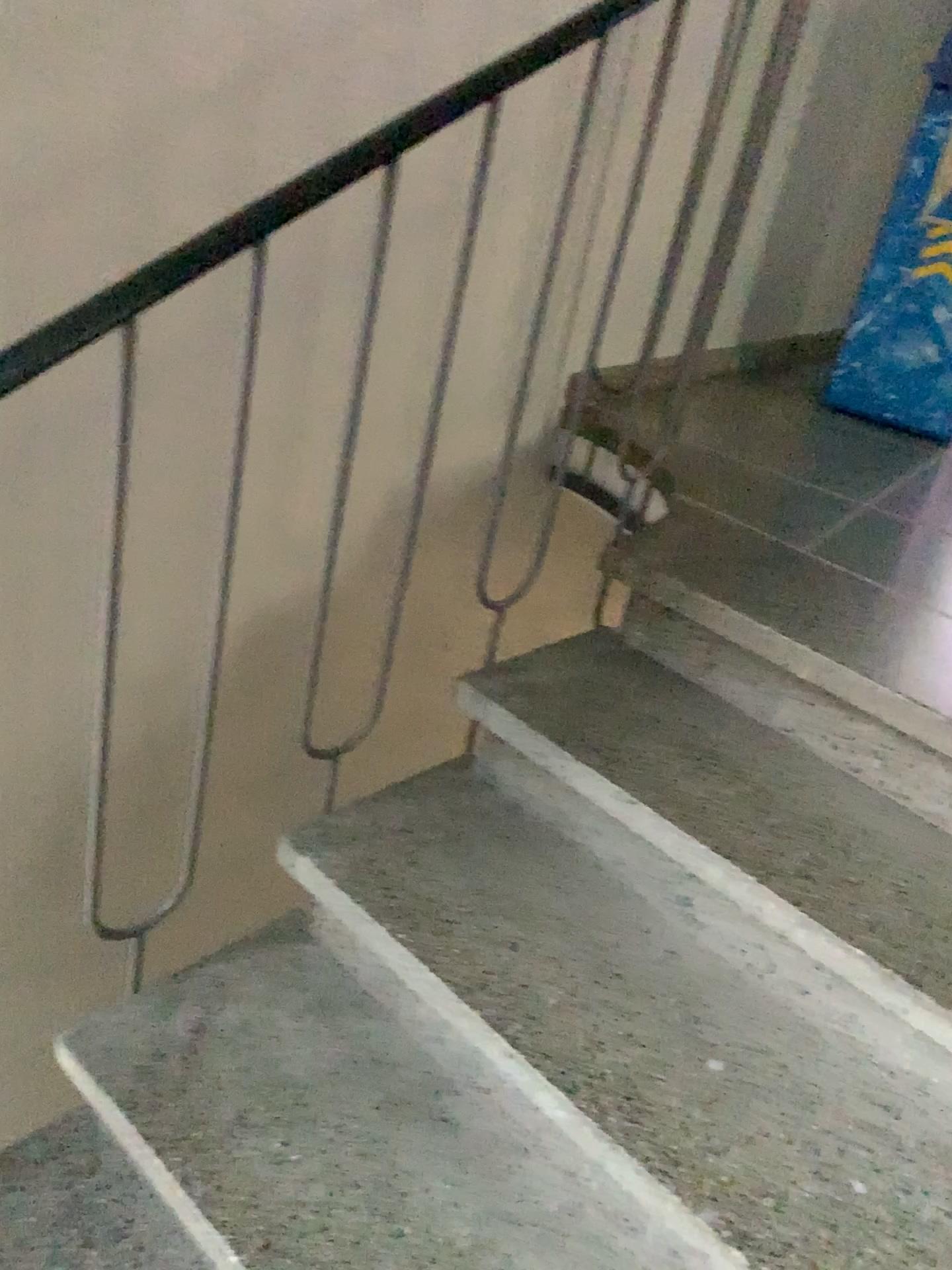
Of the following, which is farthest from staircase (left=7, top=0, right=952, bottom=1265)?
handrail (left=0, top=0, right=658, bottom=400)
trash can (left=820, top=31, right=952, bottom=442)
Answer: trash can (left=820, top=31, right=952, bottom=442)

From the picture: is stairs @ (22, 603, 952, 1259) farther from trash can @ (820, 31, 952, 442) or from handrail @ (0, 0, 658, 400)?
trash can @ (820, 31, 952, 442)

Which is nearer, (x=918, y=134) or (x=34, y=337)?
(x=34, y=337)

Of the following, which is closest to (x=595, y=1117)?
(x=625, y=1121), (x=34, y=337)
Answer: (x=625, y=1121)

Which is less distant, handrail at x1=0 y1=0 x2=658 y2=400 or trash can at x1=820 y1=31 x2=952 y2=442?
handrail at x1=0 y1=0 x2=658 y2=400

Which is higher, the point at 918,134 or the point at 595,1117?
the point at 918,134

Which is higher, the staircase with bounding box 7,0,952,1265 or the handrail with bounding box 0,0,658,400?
the handrail with bounding box 0,0,658,400

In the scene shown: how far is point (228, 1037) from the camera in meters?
1.3

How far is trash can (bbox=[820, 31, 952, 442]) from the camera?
2.7m

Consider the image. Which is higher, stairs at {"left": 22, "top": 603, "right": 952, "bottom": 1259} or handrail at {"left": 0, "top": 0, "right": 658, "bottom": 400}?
handrail at {"left": 0, "top": 0, "right": 658, "bottom": 400}
